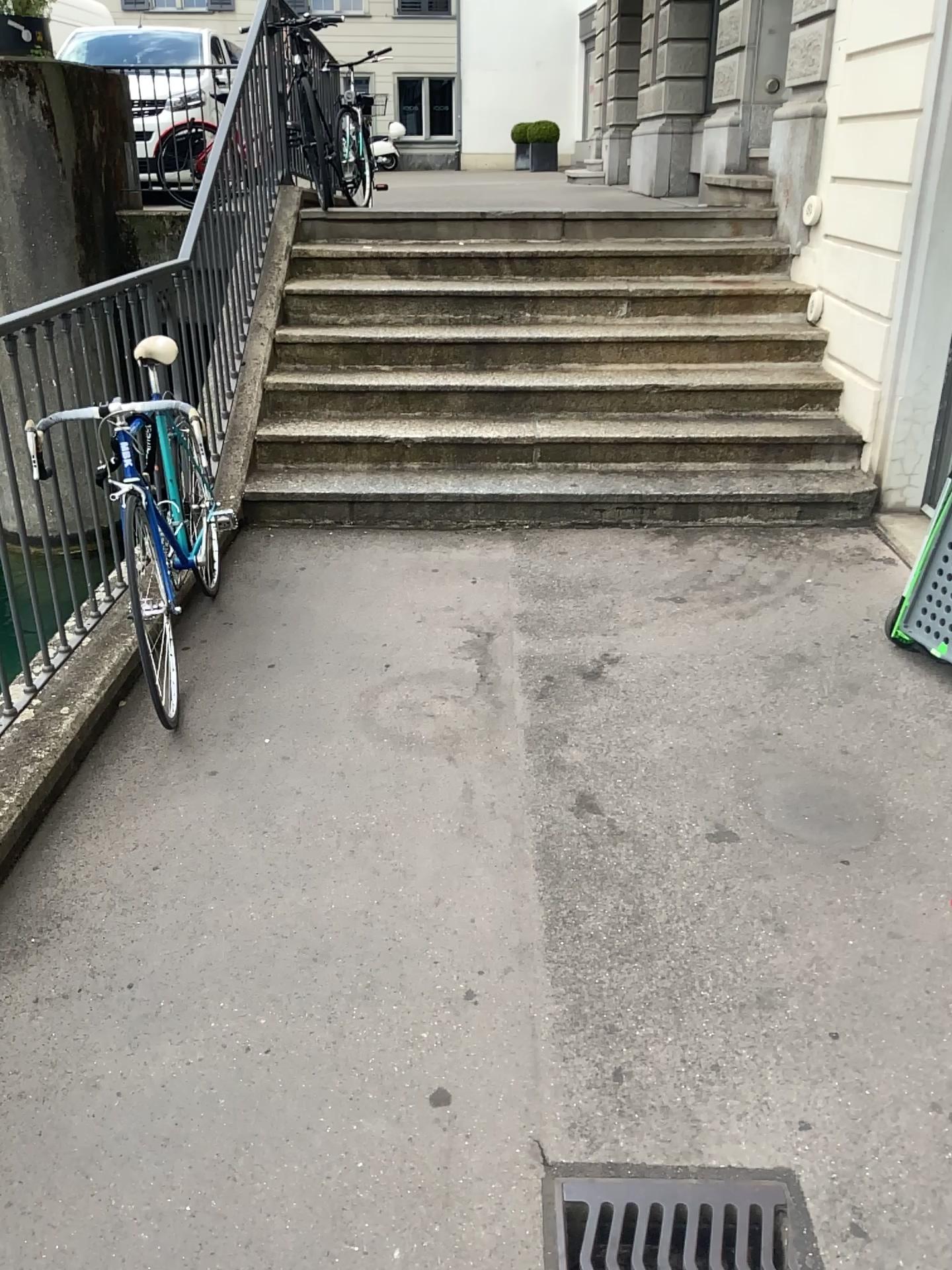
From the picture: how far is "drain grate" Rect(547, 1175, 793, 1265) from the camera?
1.73m

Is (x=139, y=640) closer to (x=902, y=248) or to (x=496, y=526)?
(x=496, y=526)

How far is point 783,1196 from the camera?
1.73m
